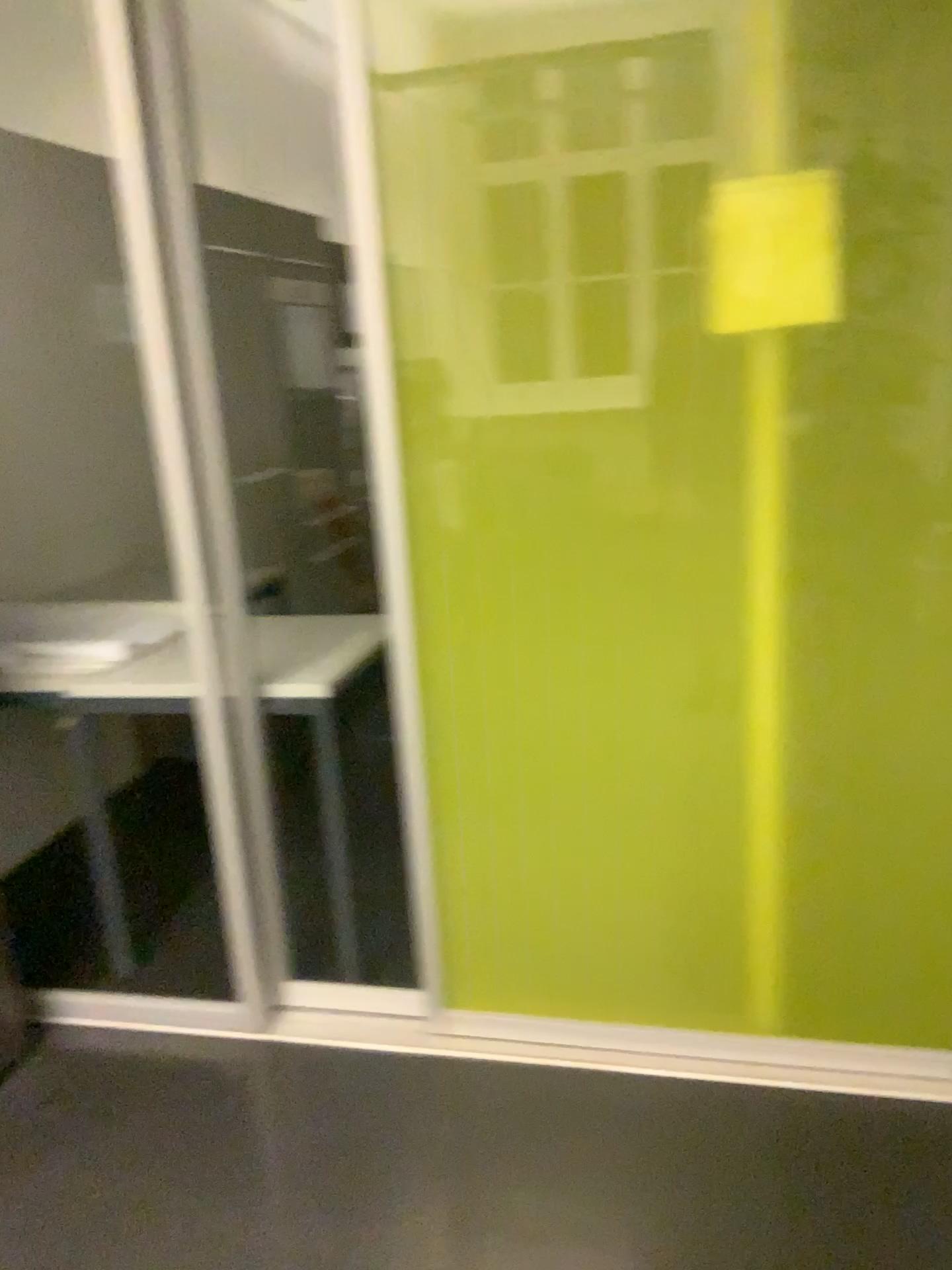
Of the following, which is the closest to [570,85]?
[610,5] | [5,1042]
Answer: [610,5]

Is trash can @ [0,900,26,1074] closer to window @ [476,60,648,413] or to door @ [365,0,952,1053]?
door @ [365,0,952,1053]

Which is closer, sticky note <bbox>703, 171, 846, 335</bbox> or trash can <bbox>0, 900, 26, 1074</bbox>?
sticky note <bbox>703, 171, 846, 335</bbox>

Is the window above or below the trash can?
above

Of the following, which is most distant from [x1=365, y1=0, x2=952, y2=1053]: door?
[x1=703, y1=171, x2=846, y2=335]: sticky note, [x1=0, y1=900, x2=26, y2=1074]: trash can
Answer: [x1=0, y1=900, x2=26, y2=1074]: trash can

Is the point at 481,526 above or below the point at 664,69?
below

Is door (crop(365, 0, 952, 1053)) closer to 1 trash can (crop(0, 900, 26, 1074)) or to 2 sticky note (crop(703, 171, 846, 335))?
2 sticky note (crop(703, 171, 846, 335))

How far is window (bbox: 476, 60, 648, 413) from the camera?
1.7 meters

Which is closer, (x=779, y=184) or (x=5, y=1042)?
(x=779, y=184)

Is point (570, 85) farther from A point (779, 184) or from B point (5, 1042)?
B point (5, 1042)
